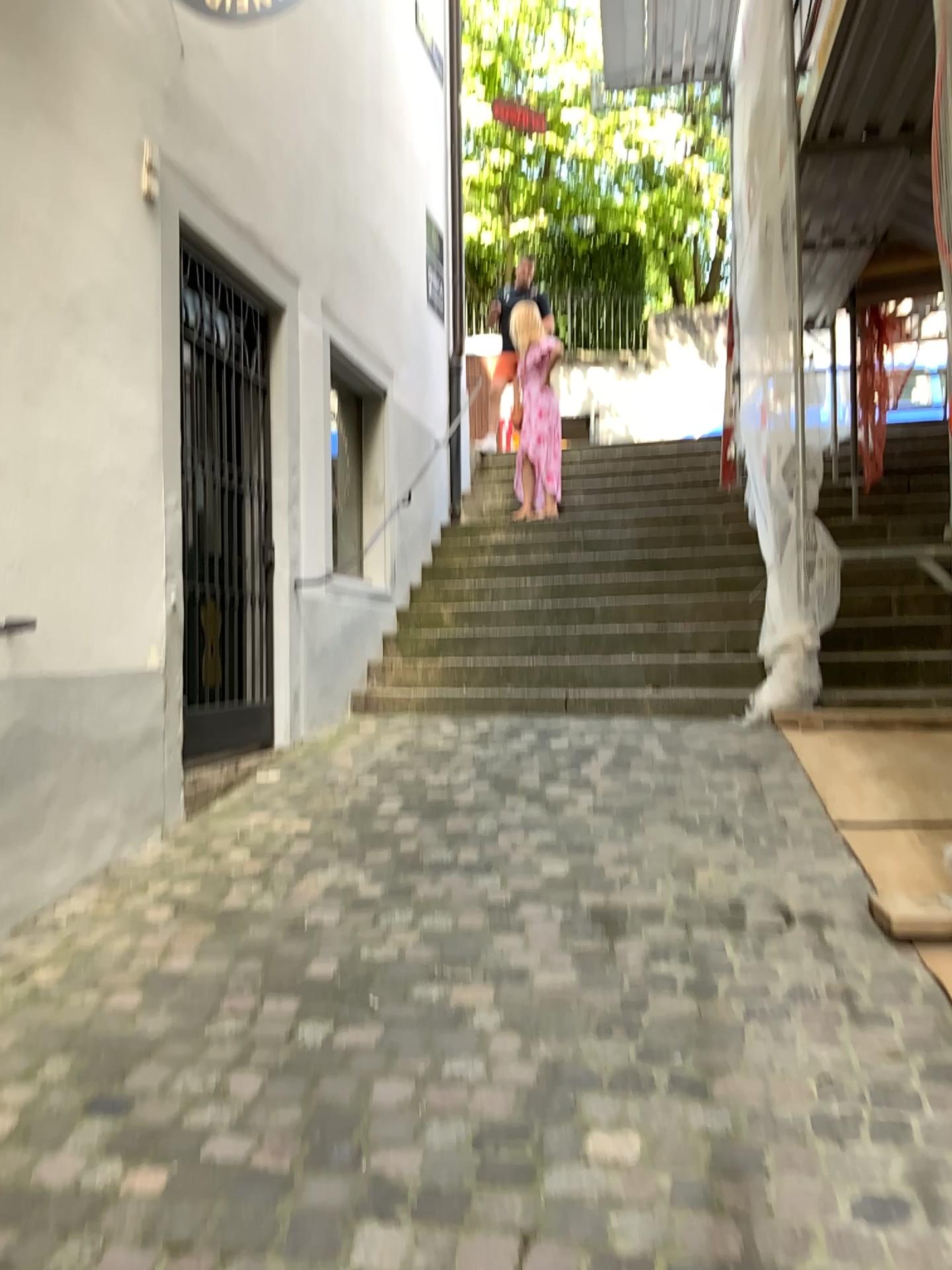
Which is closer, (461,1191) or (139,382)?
(461,1191)
